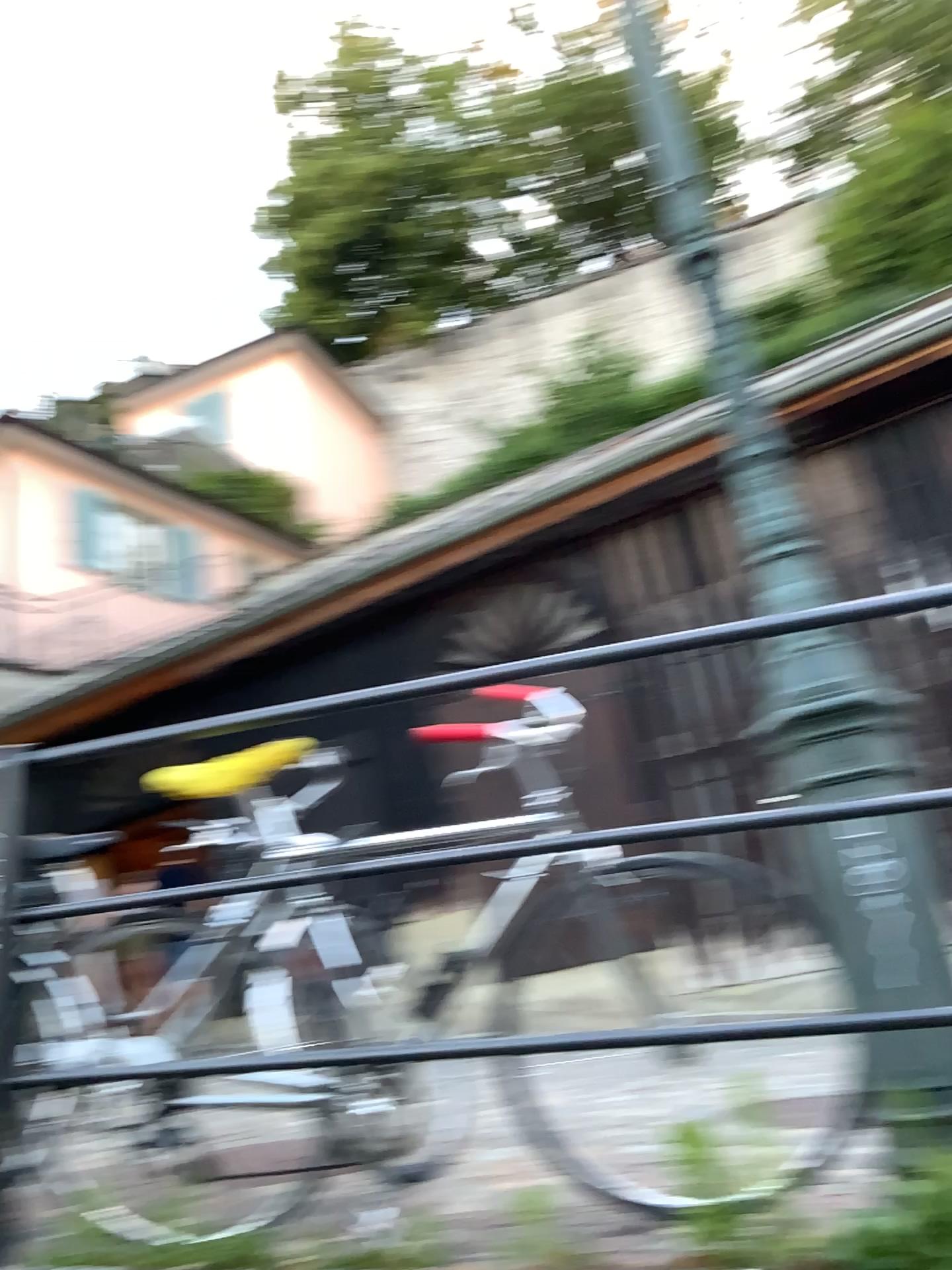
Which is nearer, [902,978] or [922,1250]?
[922,1250]

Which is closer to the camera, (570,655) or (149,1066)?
(570,655)

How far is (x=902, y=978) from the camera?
1.7 meters

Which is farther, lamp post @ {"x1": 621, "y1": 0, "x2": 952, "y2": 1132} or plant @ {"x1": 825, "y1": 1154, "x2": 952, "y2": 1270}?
lamp post @ {"x1": 621, "y1": 0, "x2": 952, "y2": 1132}

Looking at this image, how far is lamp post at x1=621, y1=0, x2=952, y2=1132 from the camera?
1.7 meters

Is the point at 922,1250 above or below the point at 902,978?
below
